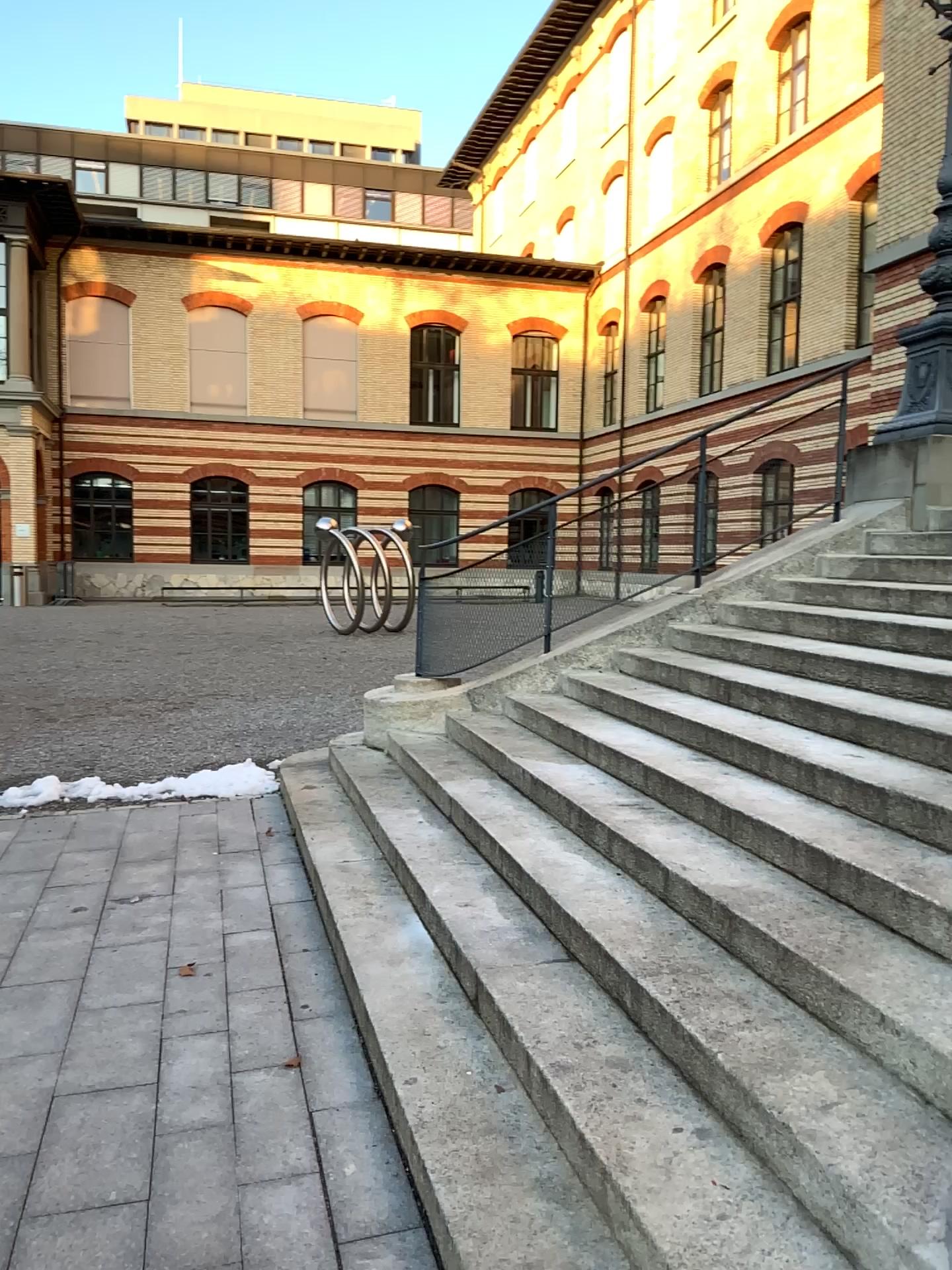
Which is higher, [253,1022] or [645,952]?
[645,952]
